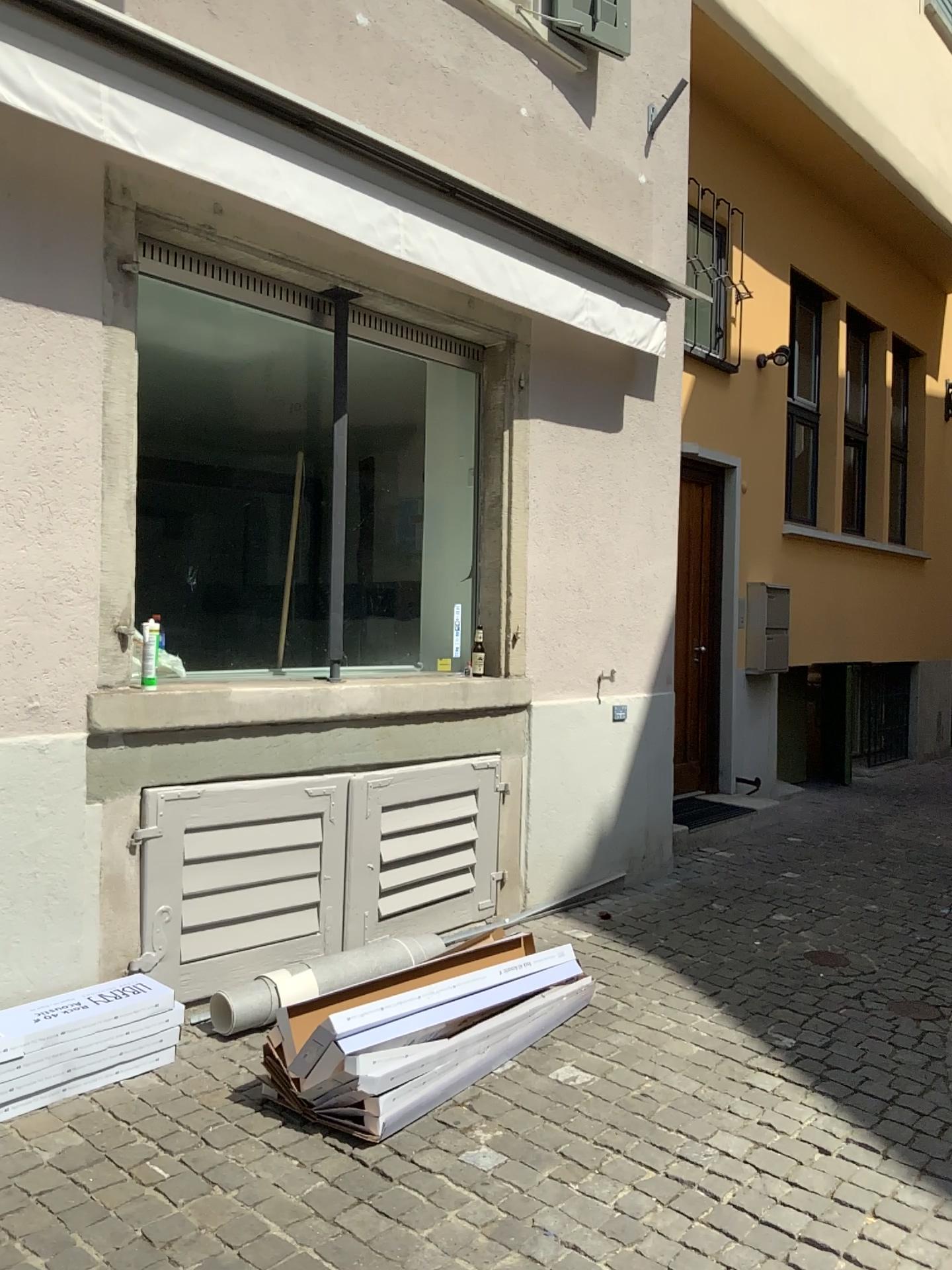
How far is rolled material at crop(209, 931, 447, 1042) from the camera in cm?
338

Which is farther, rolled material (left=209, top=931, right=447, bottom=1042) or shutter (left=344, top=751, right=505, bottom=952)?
shutter (left=344, top=751, right=505, bottom=952)

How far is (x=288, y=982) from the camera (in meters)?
3.38

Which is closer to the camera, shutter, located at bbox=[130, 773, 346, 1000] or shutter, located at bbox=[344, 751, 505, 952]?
shutter, located at bbox=[130, 773, 346, 1000]

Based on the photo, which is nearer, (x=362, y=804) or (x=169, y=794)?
(x=169, y=794)

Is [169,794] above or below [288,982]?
above

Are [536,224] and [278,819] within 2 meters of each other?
no
